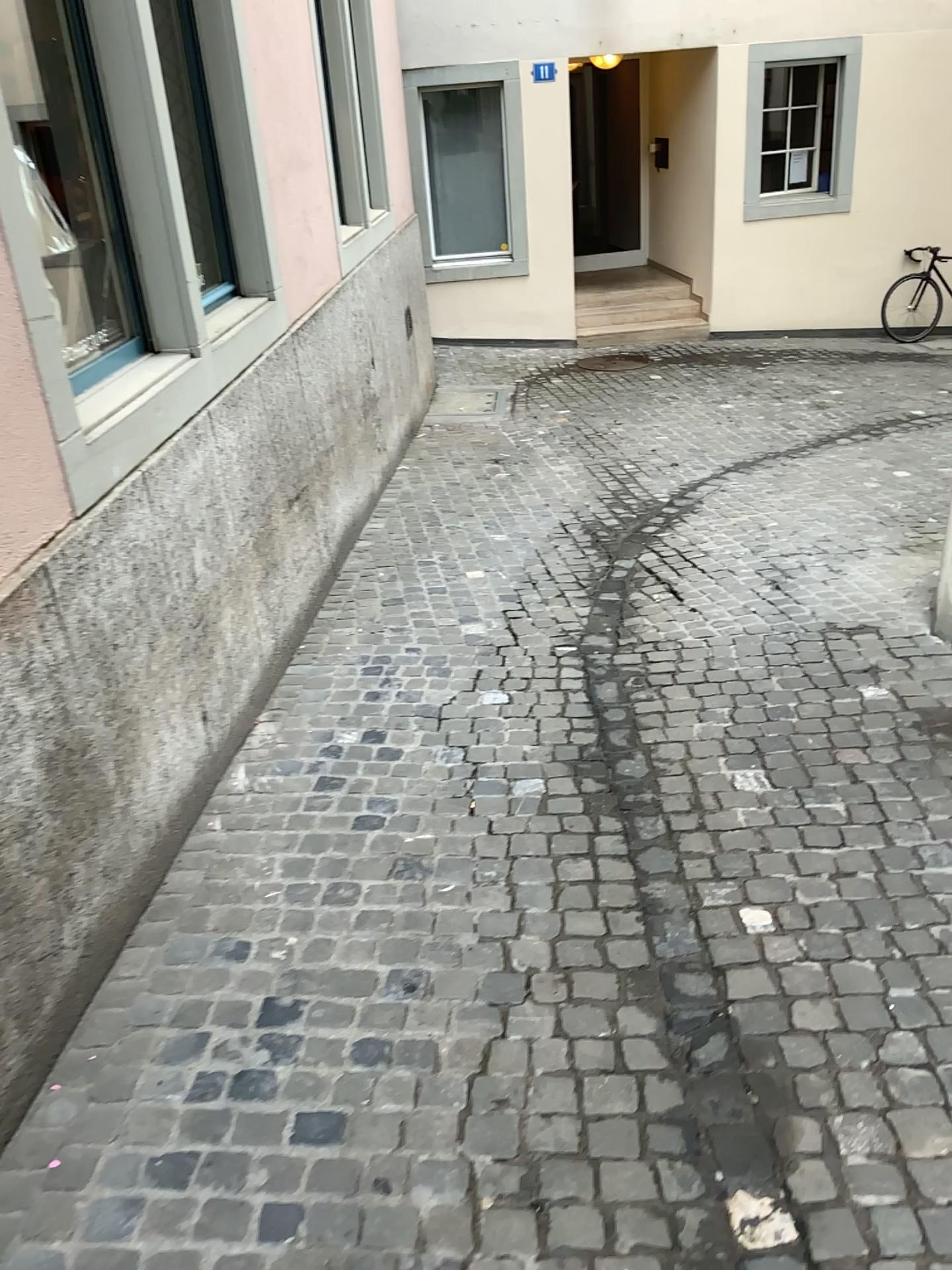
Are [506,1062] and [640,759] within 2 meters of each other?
yes
